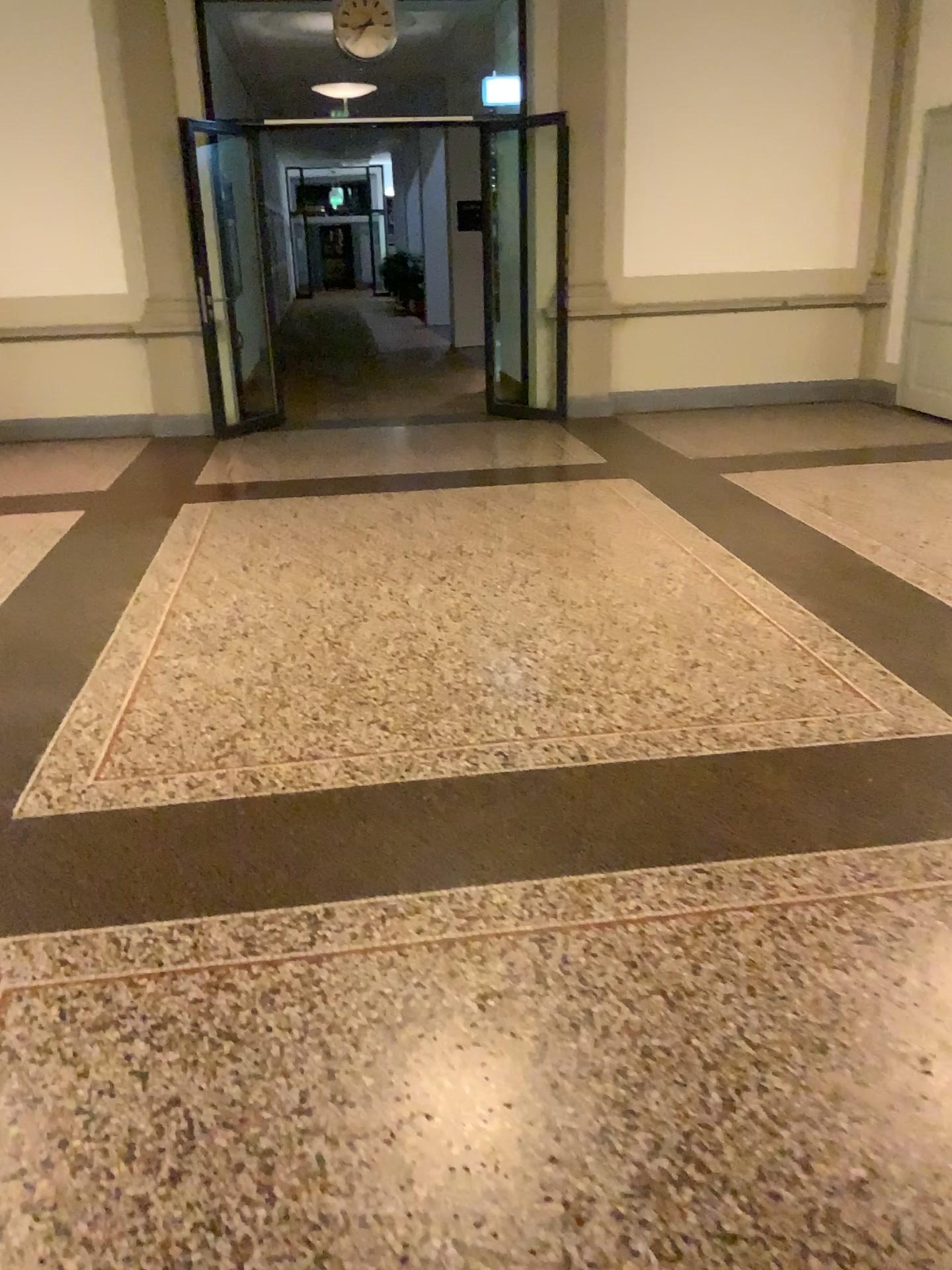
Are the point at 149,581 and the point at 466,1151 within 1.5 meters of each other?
no
